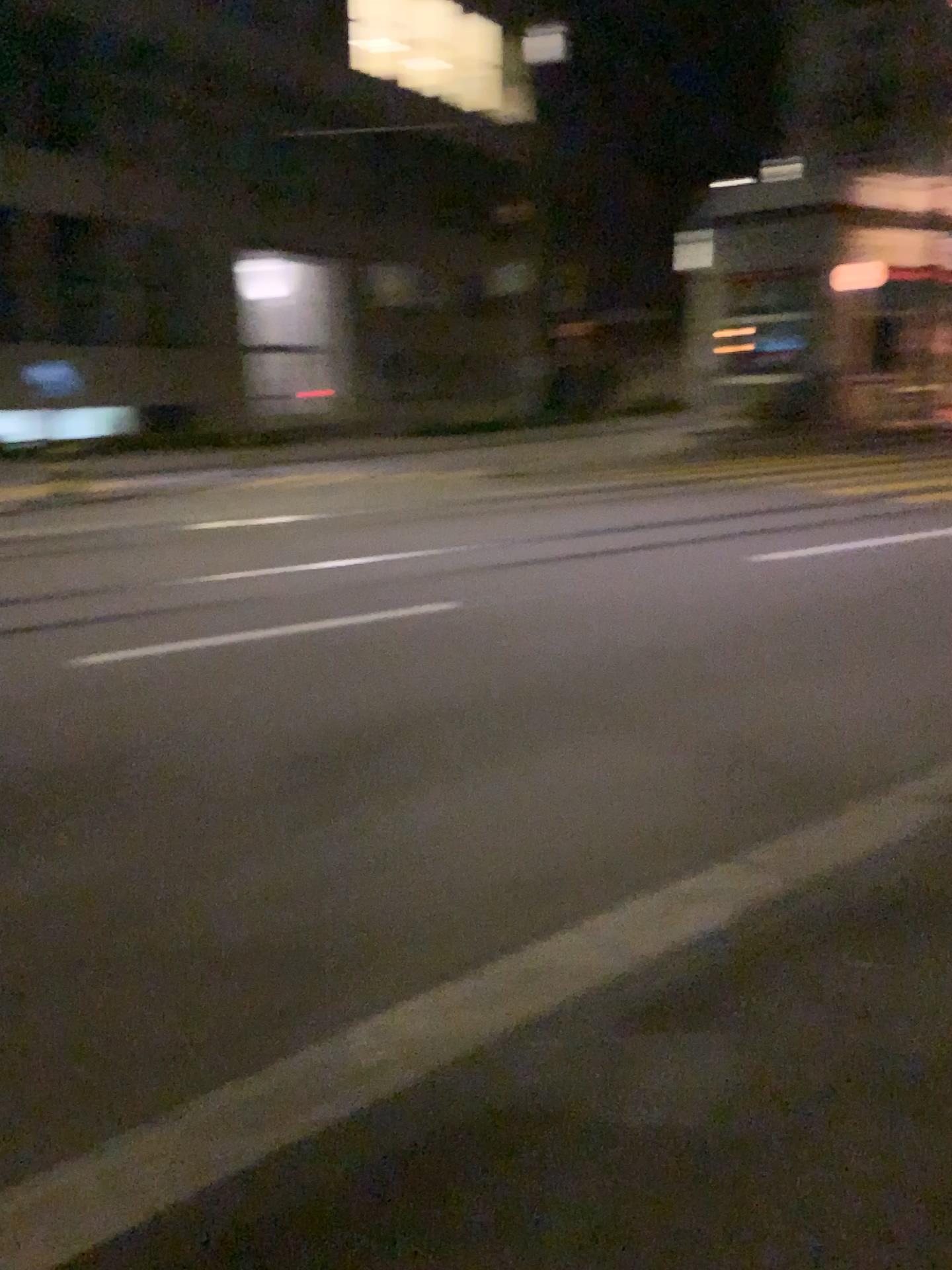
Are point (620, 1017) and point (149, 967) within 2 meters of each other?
yes
